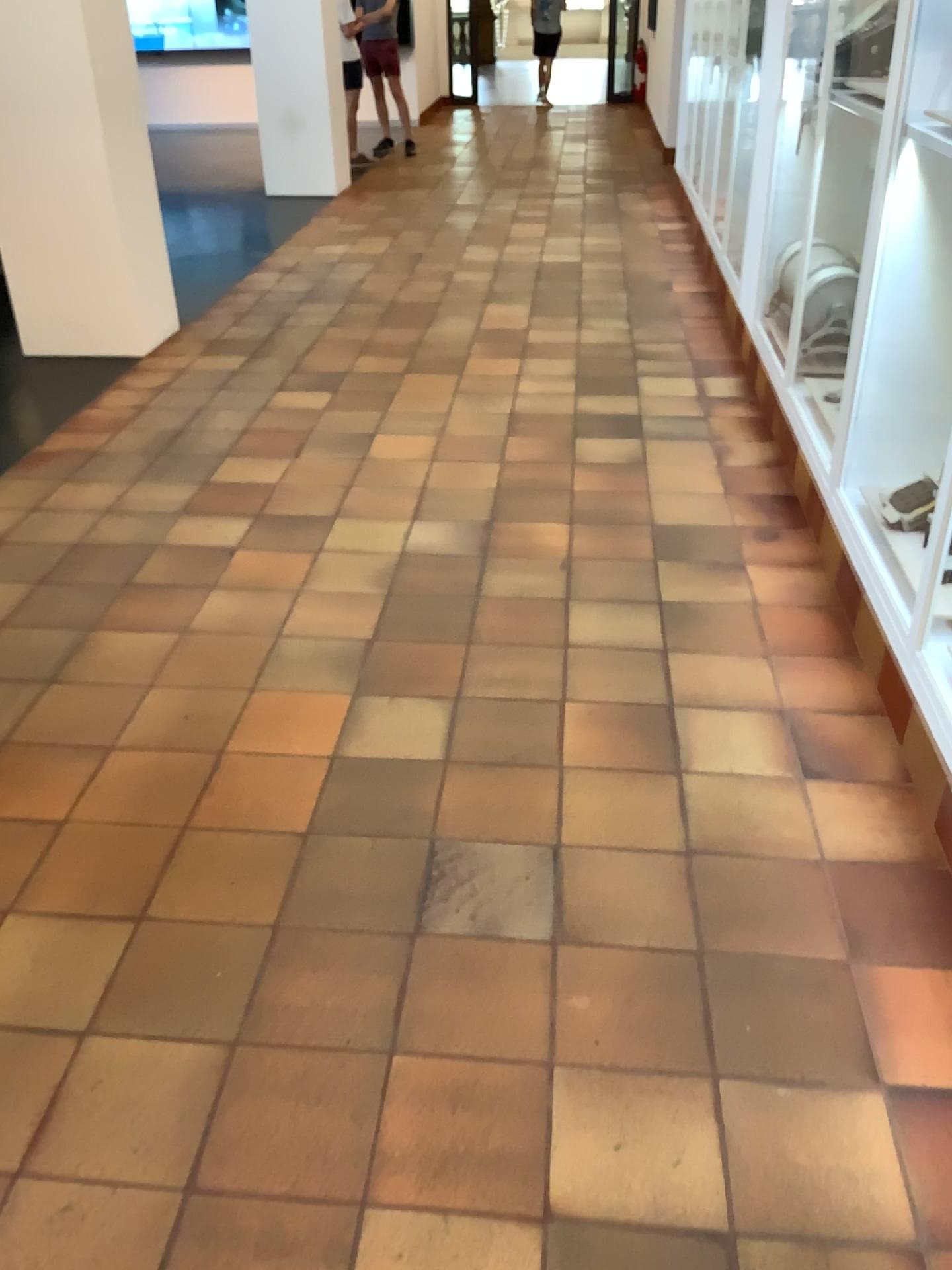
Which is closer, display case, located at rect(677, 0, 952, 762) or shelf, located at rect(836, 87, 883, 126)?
display case, located at rect(677, 0, 952, 762)

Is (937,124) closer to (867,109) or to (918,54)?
(918,54)

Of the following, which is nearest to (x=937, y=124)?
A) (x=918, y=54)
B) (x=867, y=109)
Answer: (x=918, y=54)

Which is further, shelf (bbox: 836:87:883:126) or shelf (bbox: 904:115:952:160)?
shelf (bbox: 836:87:883:126)

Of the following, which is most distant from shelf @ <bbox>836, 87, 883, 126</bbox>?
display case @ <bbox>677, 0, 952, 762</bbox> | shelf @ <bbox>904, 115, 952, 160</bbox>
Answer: shelf @ <bbox>904, 115, 952, 160</bbox>

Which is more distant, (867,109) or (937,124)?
(867,109)

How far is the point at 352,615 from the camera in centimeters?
288cm

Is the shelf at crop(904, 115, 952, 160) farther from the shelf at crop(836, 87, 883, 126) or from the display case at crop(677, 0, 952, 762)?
the shelf at crop(836, 87, 883, 126)
